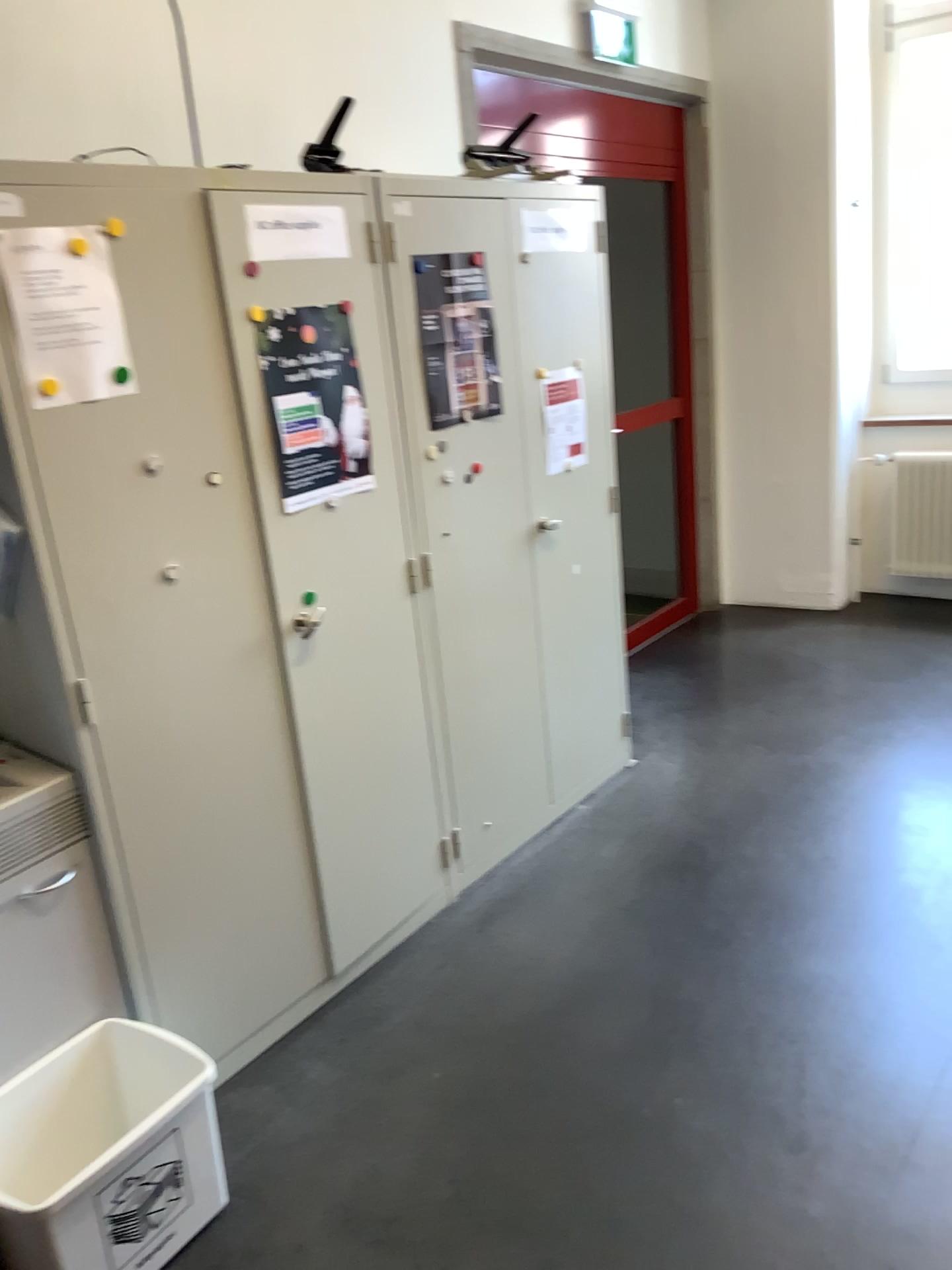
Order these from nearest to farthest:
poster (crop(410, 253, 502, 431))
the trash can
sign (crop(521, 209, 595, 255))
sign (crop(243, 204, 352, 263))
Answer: the trash can, sign (crop(243, 204, 352, 263)), poster (crop(410, 253, 502, 431)), sign (crop(521, 209, 595, 255))

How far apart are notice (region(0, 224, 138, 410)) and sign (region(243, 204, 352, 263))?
0.4m

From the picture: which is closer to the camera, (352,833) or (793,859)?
(352,833)

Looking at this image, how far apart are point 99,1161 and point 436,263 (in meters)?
2.12

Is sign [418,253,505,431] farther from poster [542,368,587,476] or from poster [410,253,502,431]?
poster [542,368,587,476]

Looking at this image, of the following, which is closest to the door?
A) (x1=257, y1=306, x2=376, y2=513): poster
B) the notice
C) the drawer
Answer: (x1=257, y1=306, x2=376, y2=513): poster

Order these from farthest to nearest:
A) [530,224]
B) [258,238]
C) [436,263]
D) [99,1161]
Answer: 1. [530,224]
2. [436,263]
3. [258,238]
4. [99,1161]

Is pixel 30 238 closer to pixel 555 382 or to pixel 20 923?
pixel 20 923

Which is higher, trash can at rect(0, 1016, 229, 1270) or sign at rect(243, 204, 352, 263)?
sign at rect(243, 204, 352, 263)

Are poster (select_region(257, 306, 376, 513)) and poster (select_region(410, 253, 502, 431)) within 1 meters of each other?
yes
